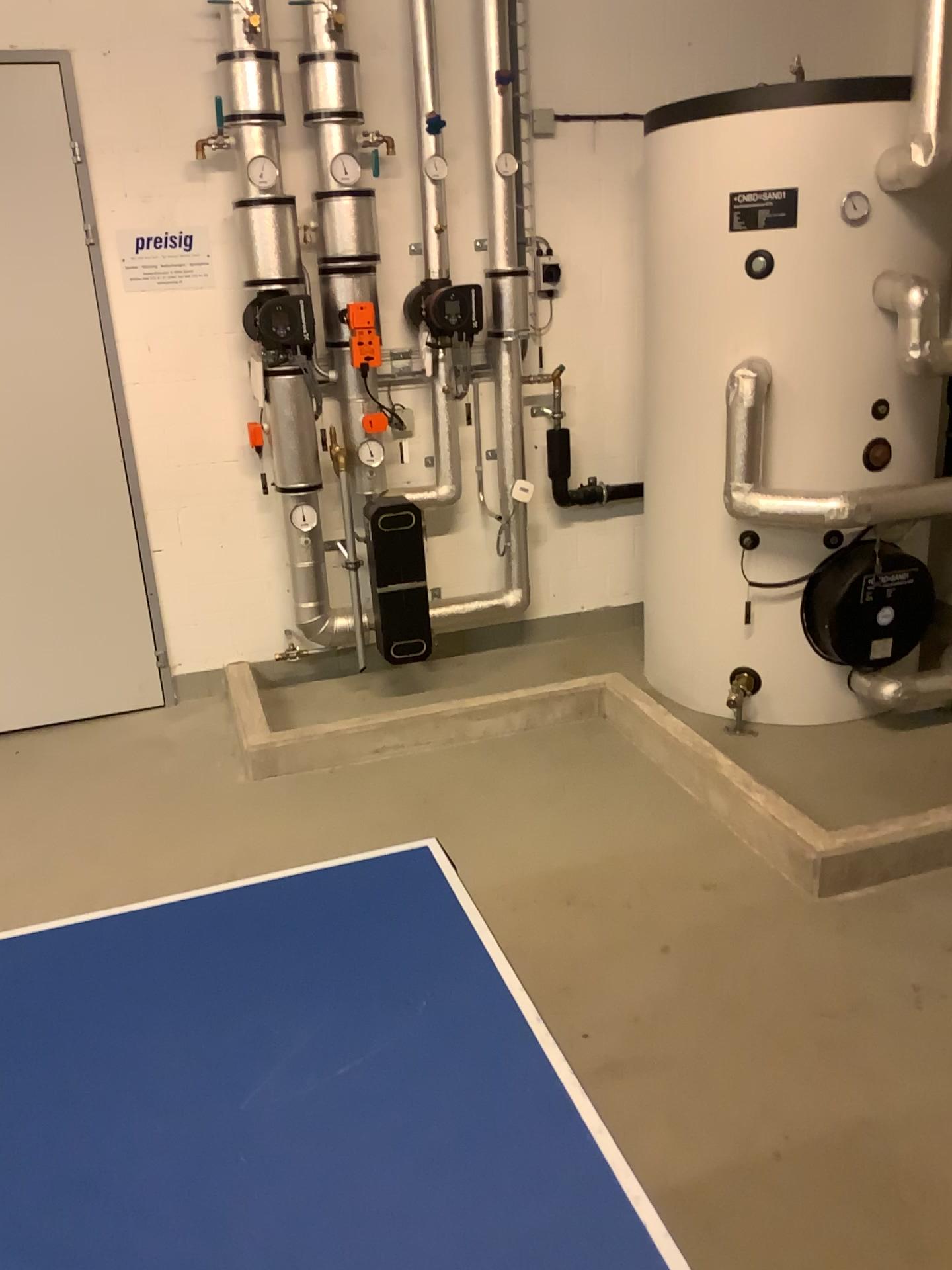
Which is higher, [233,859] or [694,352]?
[694,352]

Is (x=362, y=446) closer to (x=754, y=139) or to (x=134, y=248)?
(x=134, y=248)

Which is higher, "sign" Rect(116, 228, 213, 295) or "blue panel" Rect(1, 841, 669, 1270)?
"sign" Rect(116, 228, 213, 295)

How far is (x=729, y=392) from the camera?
3.3m

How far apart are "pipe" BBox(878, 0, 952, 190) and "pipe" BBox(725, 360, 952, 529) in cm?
66

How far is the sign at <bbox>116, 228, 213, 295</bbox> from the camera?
3.6m

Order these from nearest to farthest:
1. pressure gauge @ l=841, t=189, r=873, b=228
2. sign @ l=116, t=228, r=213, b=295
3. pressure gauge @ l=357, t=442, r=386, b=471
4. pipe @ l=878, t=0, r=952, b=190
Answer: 1. pipe @ l=878, t=0, r=952, b=190
2. pressure gauge @ l=841, t=189, r=873, b=228
3. sign @ l=116, t=228, r=213, b=295
4. pressure gauge @ l=357, t=442, r=386, b=471

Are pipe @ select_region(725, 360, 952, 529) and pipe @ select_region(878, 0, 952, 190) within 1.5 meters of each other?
yes

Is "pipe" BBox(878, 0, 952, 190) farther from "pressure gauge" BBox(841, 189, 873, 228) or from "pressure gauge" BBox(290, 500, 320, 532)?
"pressure gauge" BBox(290, 500, 320, 532)

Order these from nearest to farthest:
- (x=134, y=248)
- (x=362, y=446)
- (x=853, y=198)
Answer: (x=853, y=198), (x=134, y=248), (x=362, y=446)
